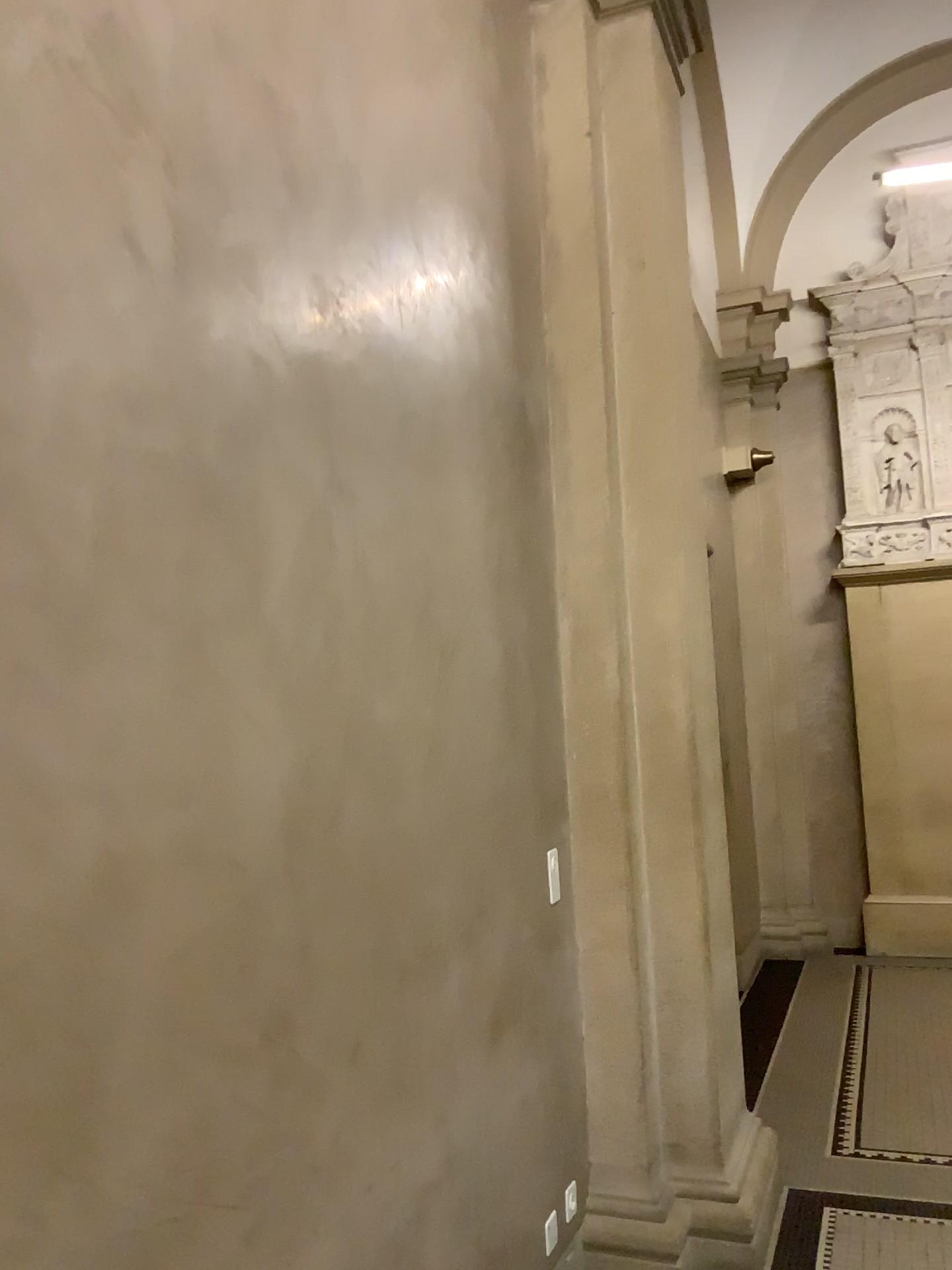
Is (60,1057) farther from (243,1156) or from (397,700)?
(397,700)

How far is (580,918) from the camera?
3.1m

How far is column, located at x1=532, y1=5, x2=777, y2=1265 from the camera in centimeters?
312cm
